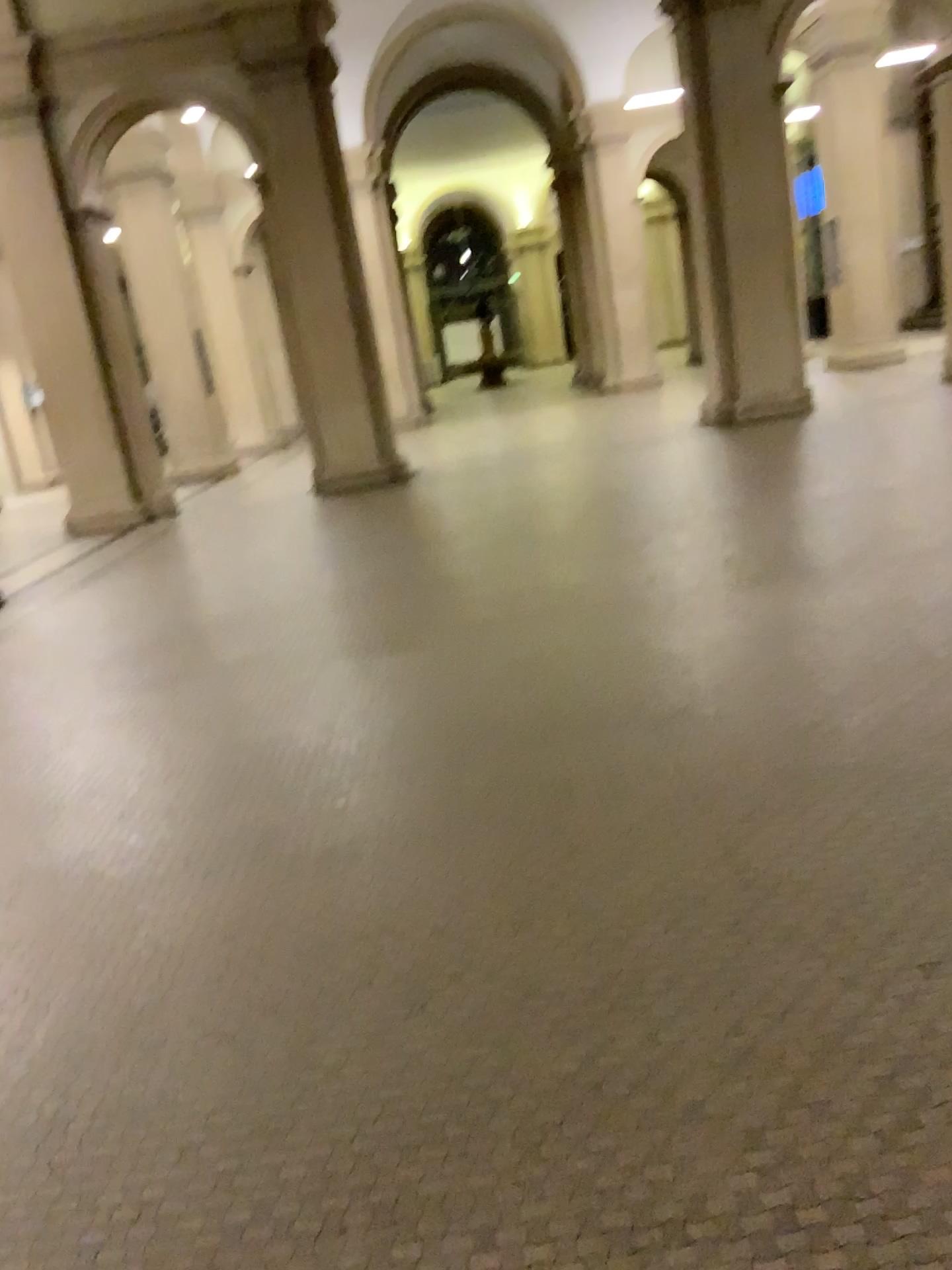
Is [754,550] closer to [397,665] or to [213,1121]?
[397,665]
